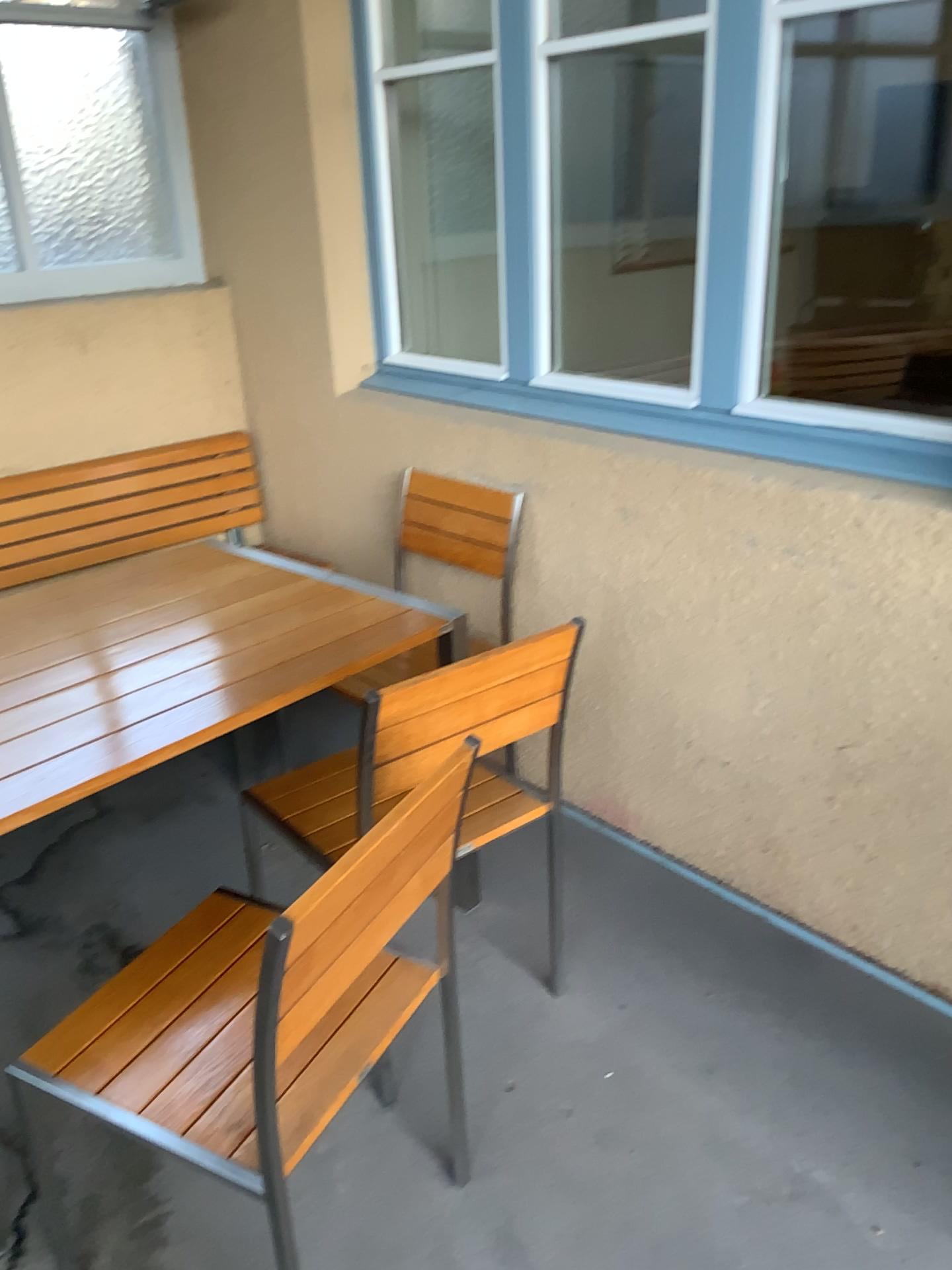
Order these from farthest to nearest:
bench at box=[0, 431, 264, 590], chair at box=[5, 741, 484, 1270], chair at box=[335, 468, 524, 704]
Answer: bench at box=[0, 431, 264, 590] → chair at box=[335, 468, 524, 704] → chair at box=[5, 741, 484, 1270]

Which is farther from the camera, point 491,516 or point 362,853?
point 491,516

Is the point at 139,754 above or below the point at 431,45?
below

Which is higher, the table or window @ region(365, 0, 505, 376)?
window @ region(365, 0, 505, 376)

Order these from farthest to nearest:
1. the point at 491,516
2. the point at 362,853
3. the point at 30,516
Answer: the point at 30,516, the point at 491,516, the point at 362,853

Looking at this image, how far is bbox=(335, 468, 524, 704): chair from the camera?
2.7m

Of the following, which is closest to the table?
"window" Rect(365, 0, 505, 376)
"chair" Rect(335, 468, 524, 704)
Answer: "chair" Rect(335, 468, 524, 704)

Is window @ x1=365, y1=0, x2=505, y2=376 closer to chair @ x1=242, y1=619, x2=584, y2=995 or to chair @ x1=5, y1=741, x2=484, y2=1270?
chair @ x1=242, y1=619, x2=584, y2=995

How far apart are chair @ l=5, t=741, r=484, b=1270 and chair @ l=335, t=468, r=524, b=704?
0.8 meters

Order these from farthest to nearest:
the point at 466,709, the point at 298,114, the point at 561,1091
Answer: the point at 298,114, the point at 561,1091, the point at 466,709
